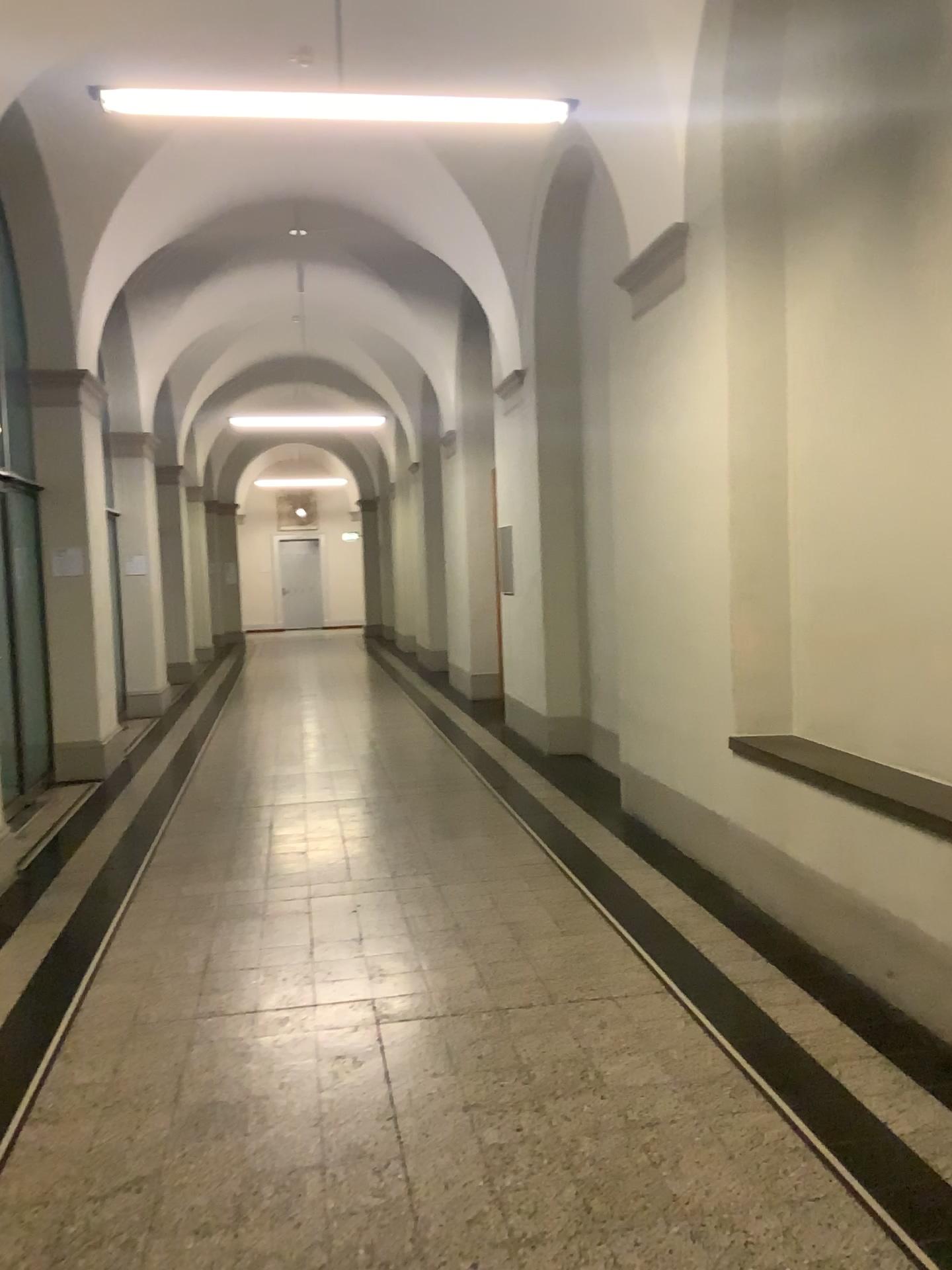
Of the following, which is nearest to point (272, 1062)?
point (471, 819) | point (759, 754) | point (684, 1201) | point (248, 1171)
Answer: point (248, 1171)
